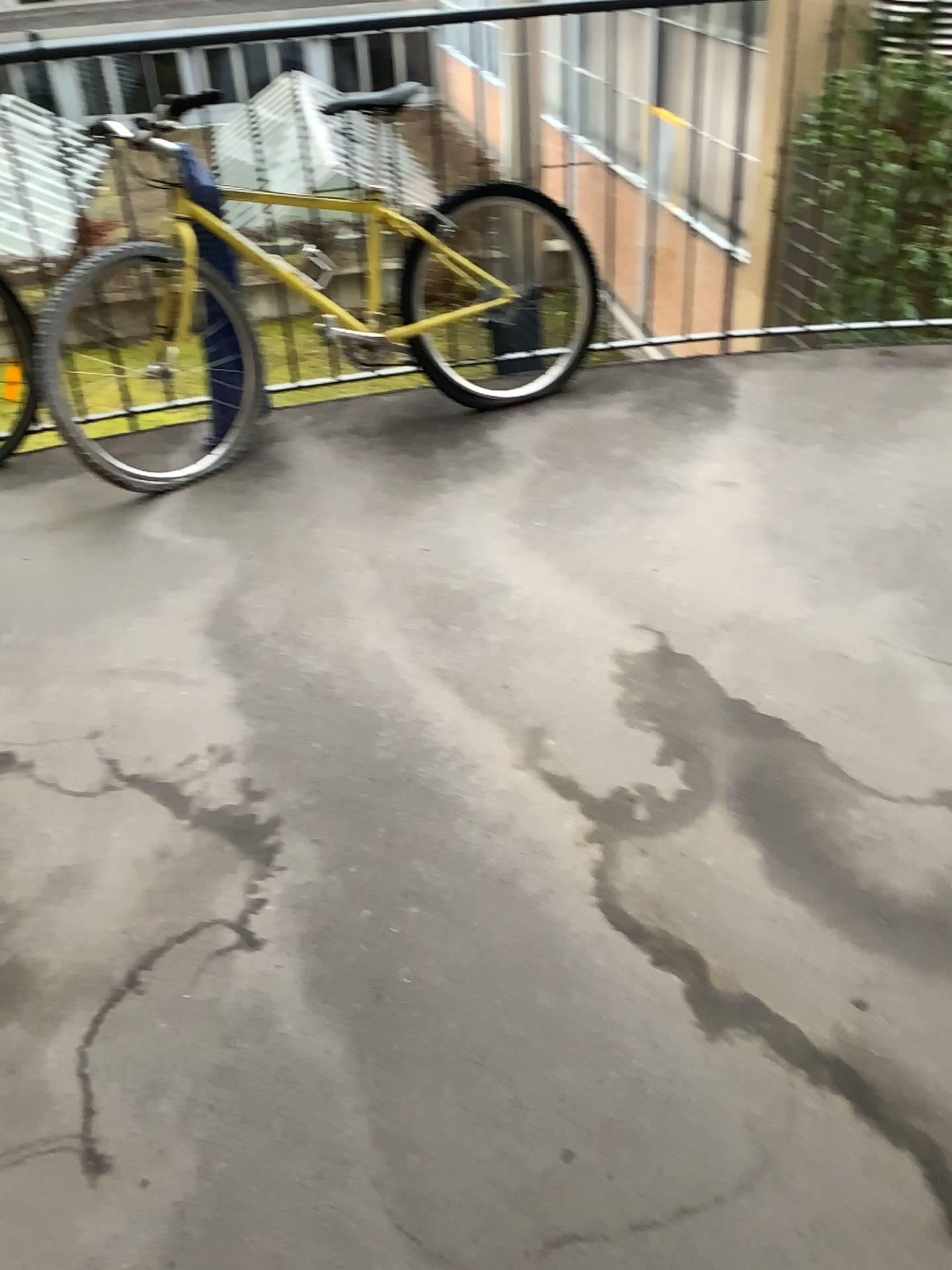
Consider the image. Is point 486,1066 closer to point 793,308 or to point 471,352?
point 471,352

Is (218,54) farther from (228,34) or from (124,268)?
(124,268)

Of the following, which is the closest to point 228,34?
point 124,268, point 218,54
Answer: point 218,54

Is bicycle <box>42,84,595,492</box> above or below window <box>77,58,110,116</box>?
below

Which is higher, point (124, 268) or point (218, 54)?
point (218, 54)
